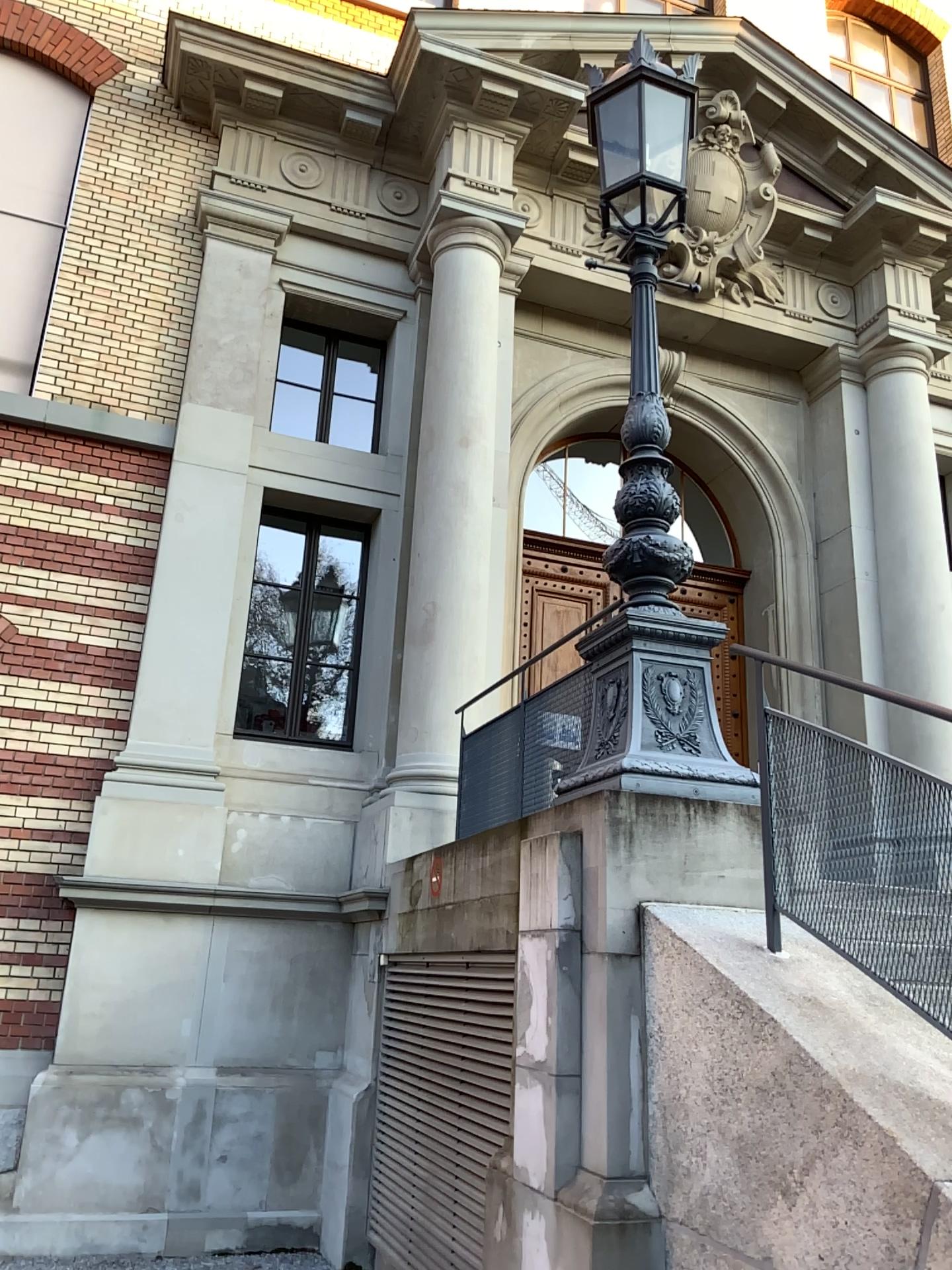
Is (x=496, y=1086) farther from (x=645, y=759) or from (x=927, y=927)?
(x=927, y=927)

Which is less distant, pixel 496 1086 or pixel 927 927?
pixel 927 927

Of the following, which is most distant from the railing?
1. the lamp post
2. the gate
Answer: the gate

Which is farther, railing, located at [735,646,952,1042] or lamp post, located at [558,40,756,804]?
lamp post, located at [558,40,756,804]

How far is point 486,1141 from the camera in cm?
443

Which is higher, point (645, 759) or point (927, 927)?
point (645, 759)

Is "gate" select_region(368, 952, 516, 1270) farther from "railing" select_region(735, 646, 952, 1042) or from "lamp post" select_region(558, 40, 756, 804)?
"railing" select_region(735, 646, 952, 1042)

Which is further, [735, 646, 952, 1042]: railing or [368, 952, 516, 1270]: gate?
[368, 952, 516, 1270]: gate

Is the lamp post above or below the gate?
above
